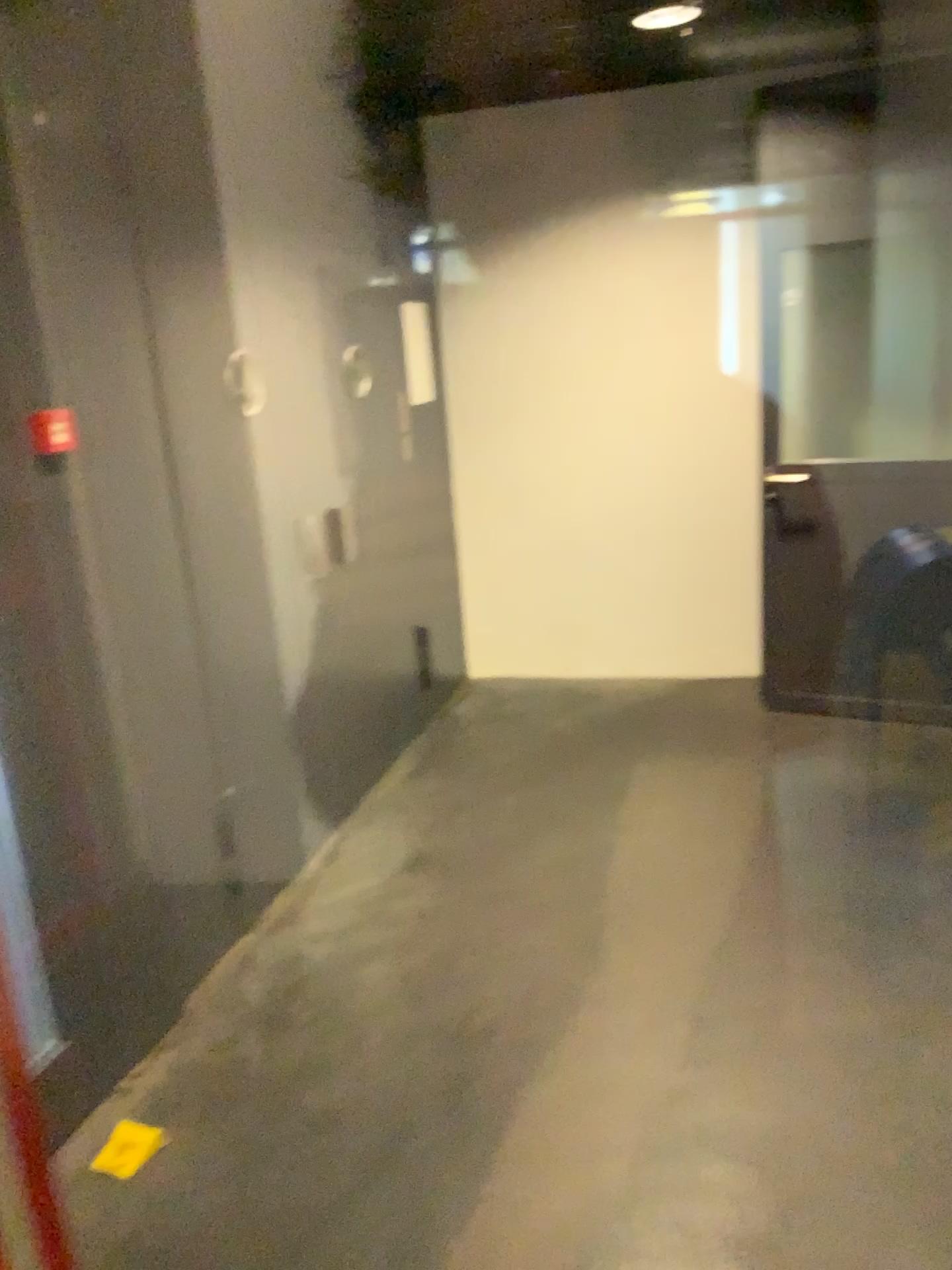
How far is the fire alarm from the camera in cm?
219

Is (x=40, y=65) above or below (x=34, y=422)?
above

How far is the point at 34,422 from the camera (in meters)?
2.19

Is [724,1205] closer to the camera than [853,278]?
Yes
